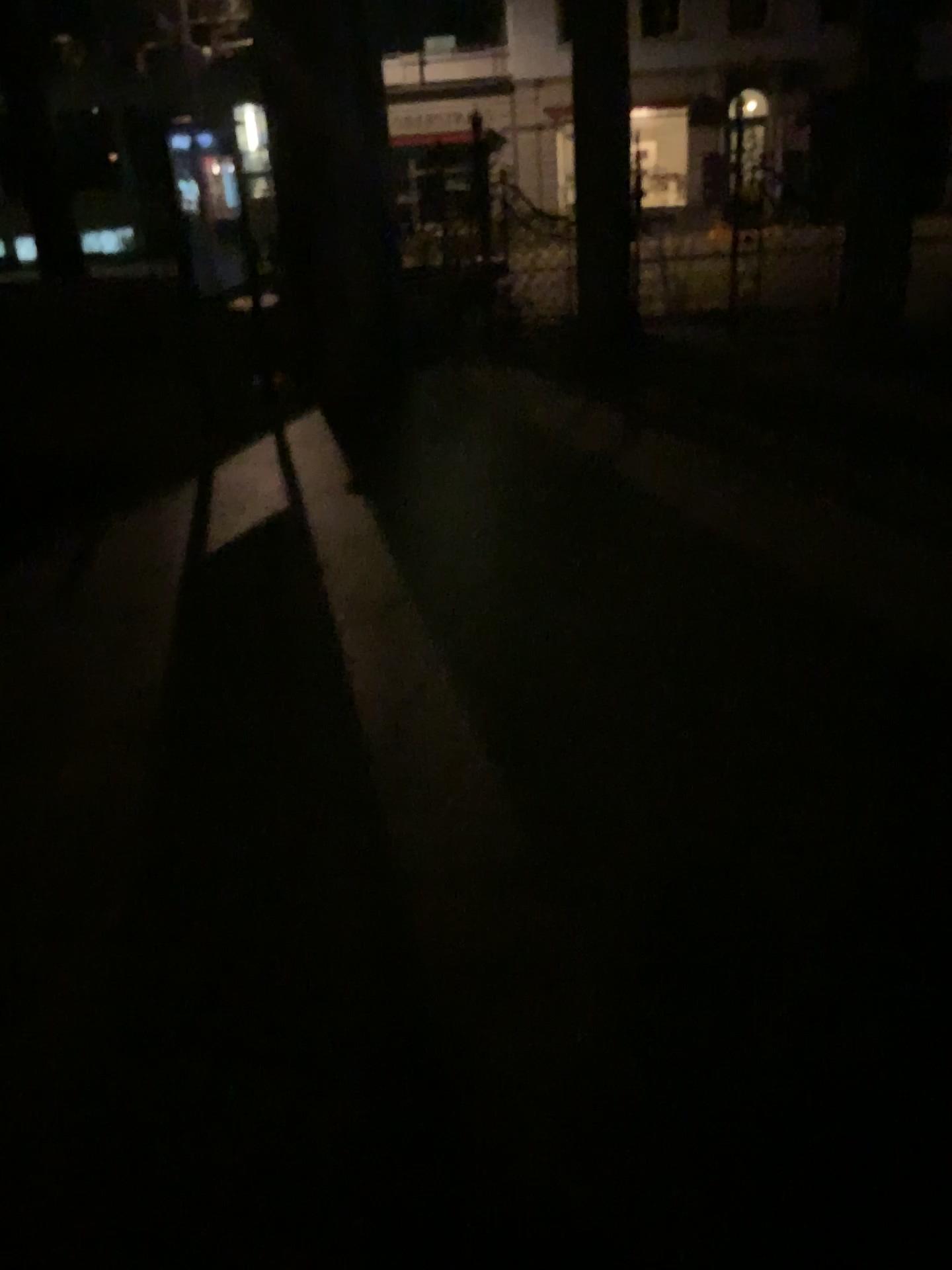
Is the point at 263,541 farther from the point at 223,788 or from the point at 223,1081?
the point at 223,1081
